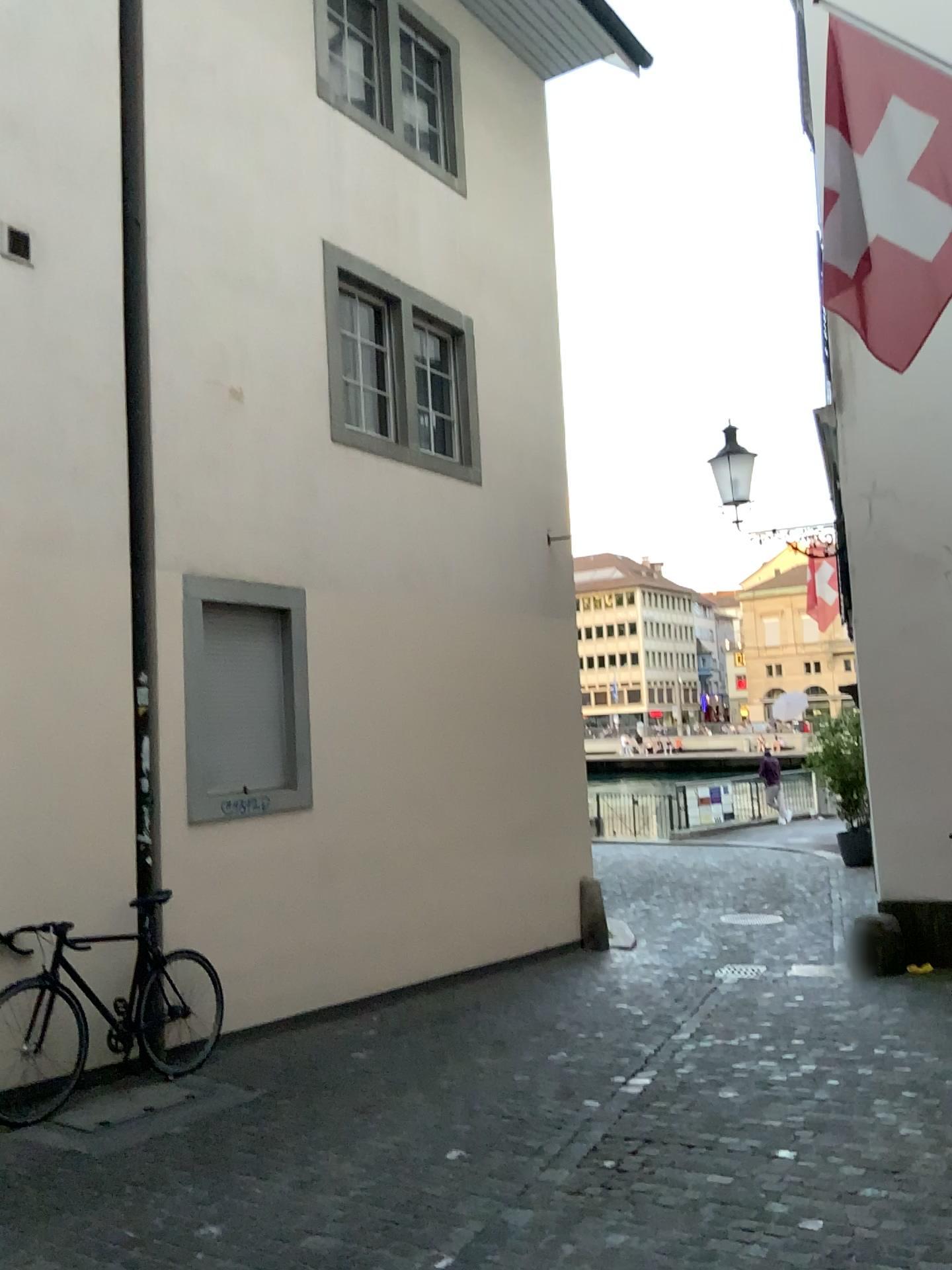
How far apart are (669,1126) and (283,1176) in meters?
1.7 m
